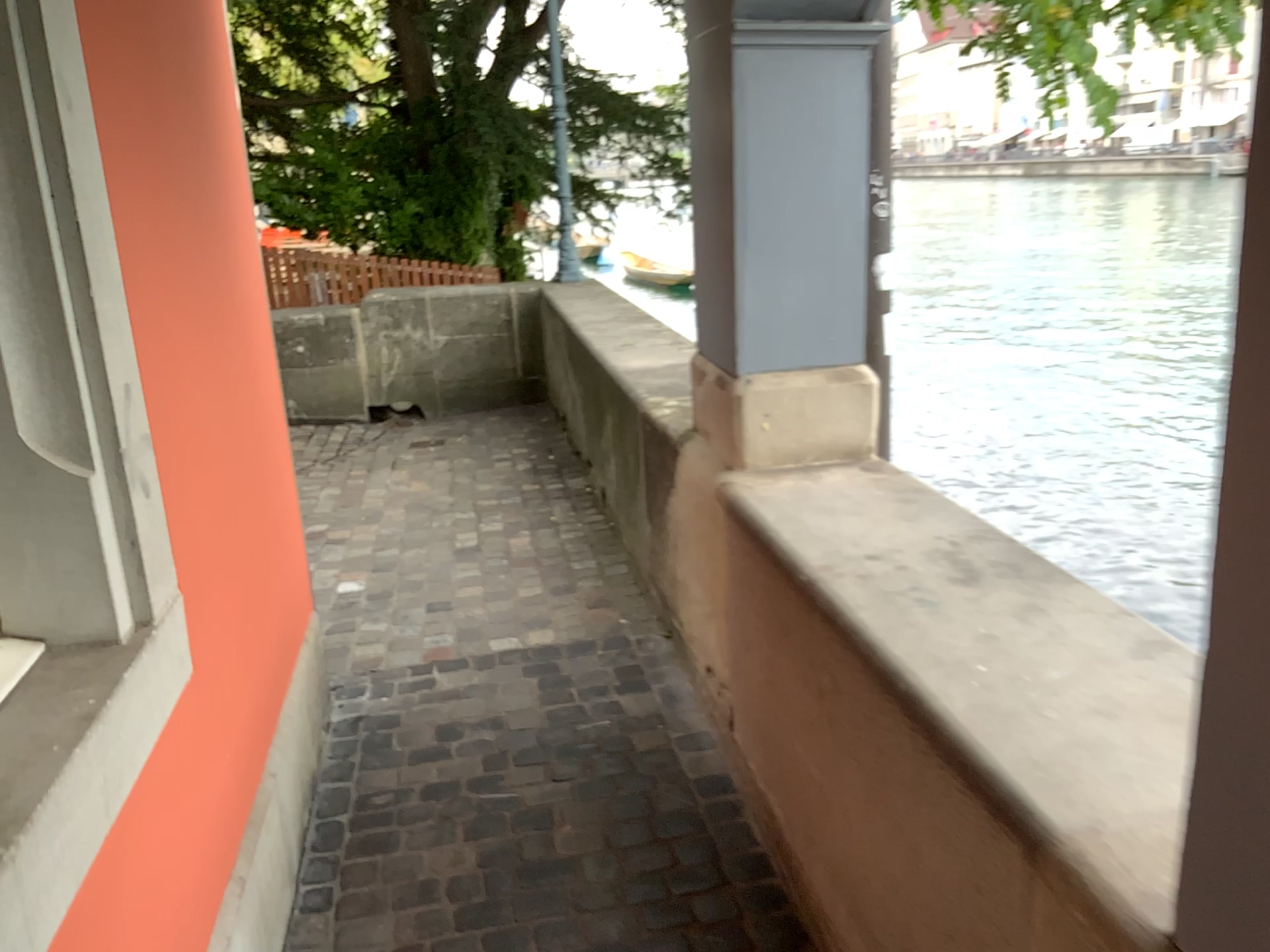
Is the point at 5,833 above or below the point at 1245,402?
below

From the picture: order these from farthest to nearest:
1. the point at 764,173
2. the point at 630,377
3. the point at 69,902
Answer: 1. the point at 630,377
2. the point at 764,173
3. the point at 69,902

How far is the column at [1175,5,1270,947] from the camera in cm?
79

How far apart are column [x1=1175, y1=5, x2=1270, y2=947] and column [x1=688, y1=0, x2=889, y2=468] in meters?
1.6 m

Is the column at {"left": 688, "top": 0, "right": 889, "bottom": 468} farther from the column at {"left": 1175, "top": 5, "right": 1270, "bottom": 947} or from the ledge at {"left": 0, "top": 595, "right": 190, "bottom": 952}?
the column at {"left": 1175, "top": 5, "right": 1270, "bottom": 947}

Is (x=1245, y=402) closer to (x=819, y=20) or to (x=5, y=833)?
(x=5, y=833)

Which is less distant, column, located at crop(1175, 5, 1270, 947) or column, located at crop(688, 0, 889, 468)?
column, located at crop(1175, 5, 1270, 947)

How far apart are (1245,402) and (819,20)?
1.77m

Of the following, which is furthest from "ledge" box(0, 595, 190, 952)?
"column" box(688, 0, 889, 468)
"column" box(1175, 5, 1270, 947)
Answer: "column" box(688, 0, 889, 468)

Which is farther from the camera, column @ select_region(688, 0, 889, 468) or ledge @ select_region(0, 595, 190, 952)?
column @ select_region(688, 0, 889, 468)
